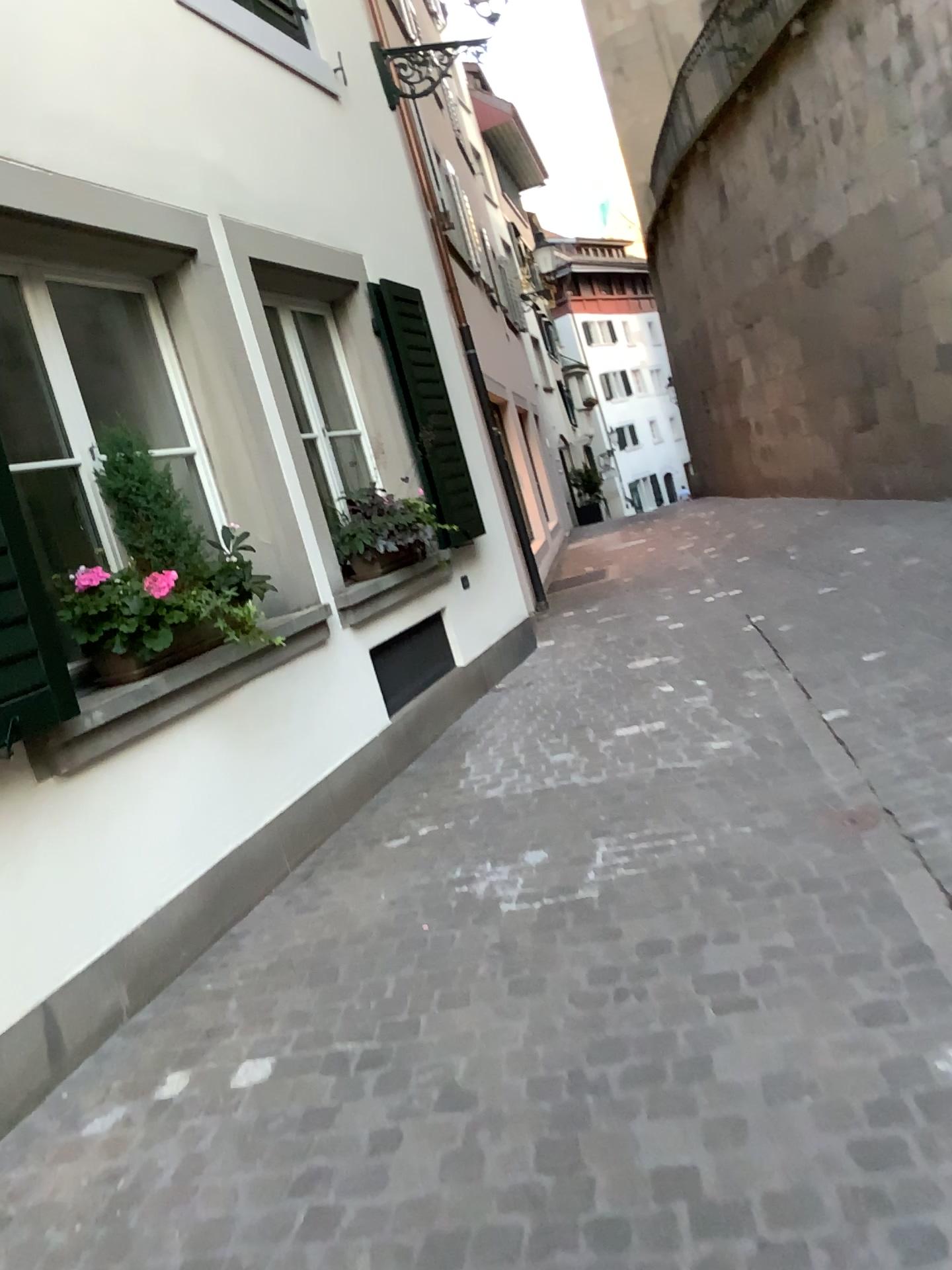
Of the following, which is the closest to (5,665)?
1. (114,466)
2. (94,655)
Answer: (94,655)

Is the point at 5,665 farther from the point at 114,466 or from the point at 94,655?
the point at 114,466

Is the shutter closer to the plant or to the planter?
the planter

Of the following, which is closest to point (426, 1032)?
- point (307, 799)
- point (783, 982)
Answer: point (783, 982)

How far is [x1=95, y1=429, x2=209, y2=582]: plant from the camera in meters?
3.6

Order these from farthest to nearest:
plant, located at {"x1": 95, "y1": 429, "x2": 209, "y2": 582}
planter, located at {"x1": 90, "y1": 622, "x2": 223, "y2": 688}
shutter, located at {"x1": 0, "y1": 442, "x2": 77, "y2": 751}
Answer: plant, located at {"x1": 95, "y1": 429, "x2": 209, "y2": 582}, planter, located at {"x1": 90, "y1": 622, "x2": 223, "y2": 688}, shutter, located at {"x1": 0, "y1": 442, "x2": 77, "y2": 751}

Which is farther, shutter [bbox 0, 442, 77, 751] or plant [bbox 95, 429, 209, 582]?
plant [bbox 95, 429, 209, 582]

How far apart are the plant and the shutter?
0.7 meters

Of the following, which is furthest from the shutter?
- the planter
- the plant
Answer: the plant

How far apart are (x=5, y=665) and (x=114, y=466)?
1.1m
